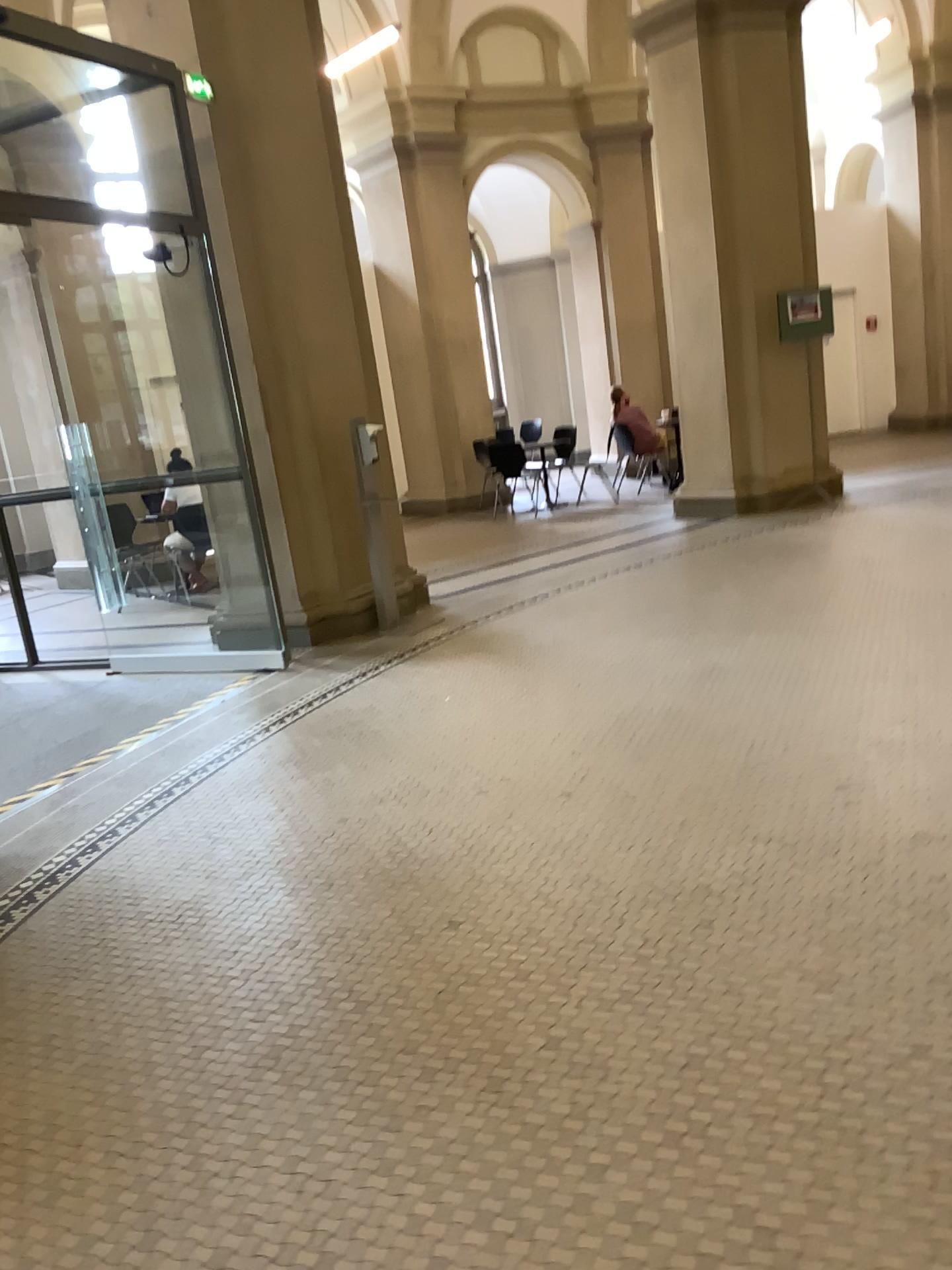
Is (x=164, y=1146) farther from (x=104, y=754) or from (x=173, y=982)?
(x=104, y=754)
